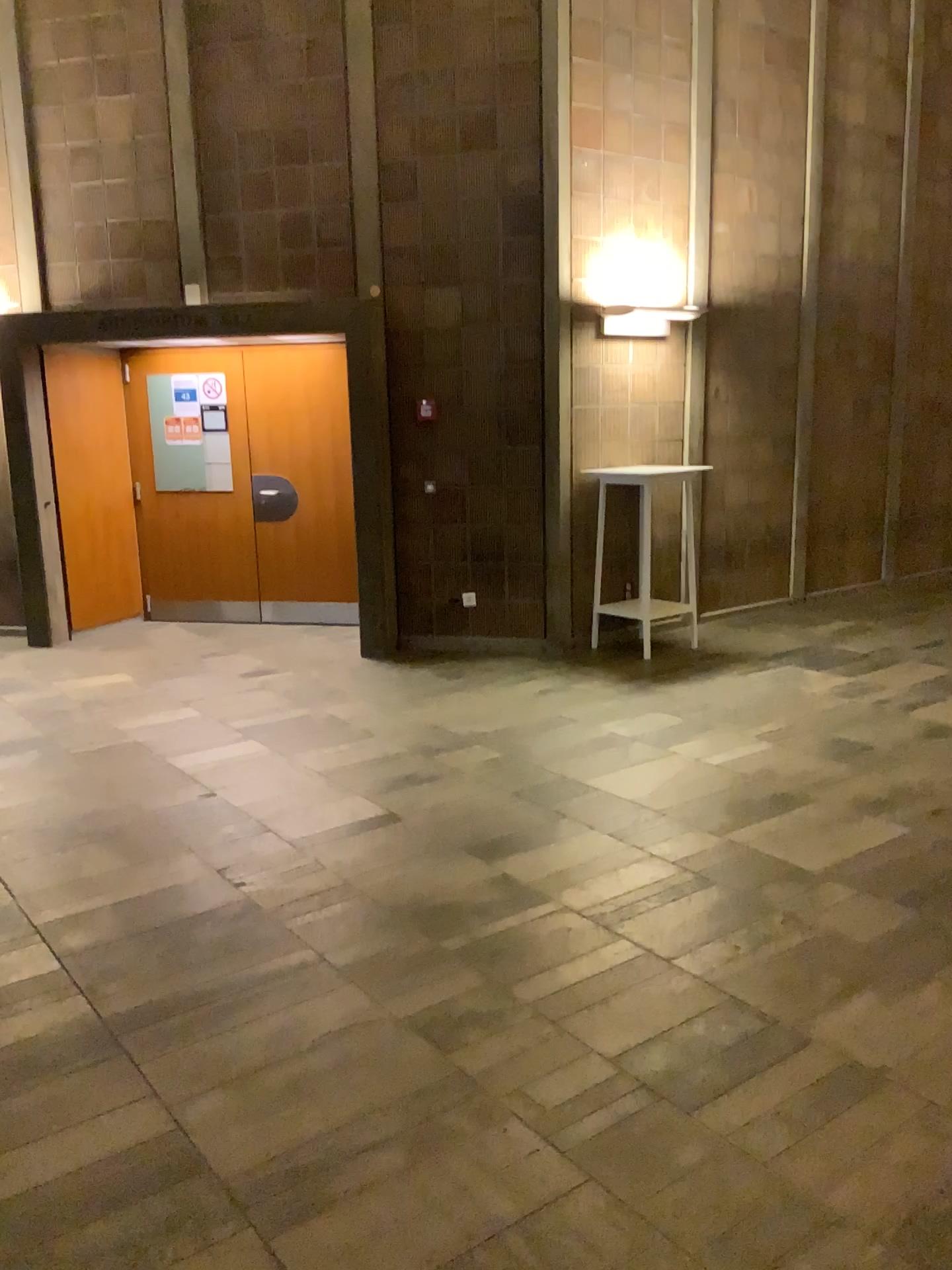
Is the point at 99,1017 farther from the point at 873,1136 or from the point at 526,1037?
the point at 873,1136
